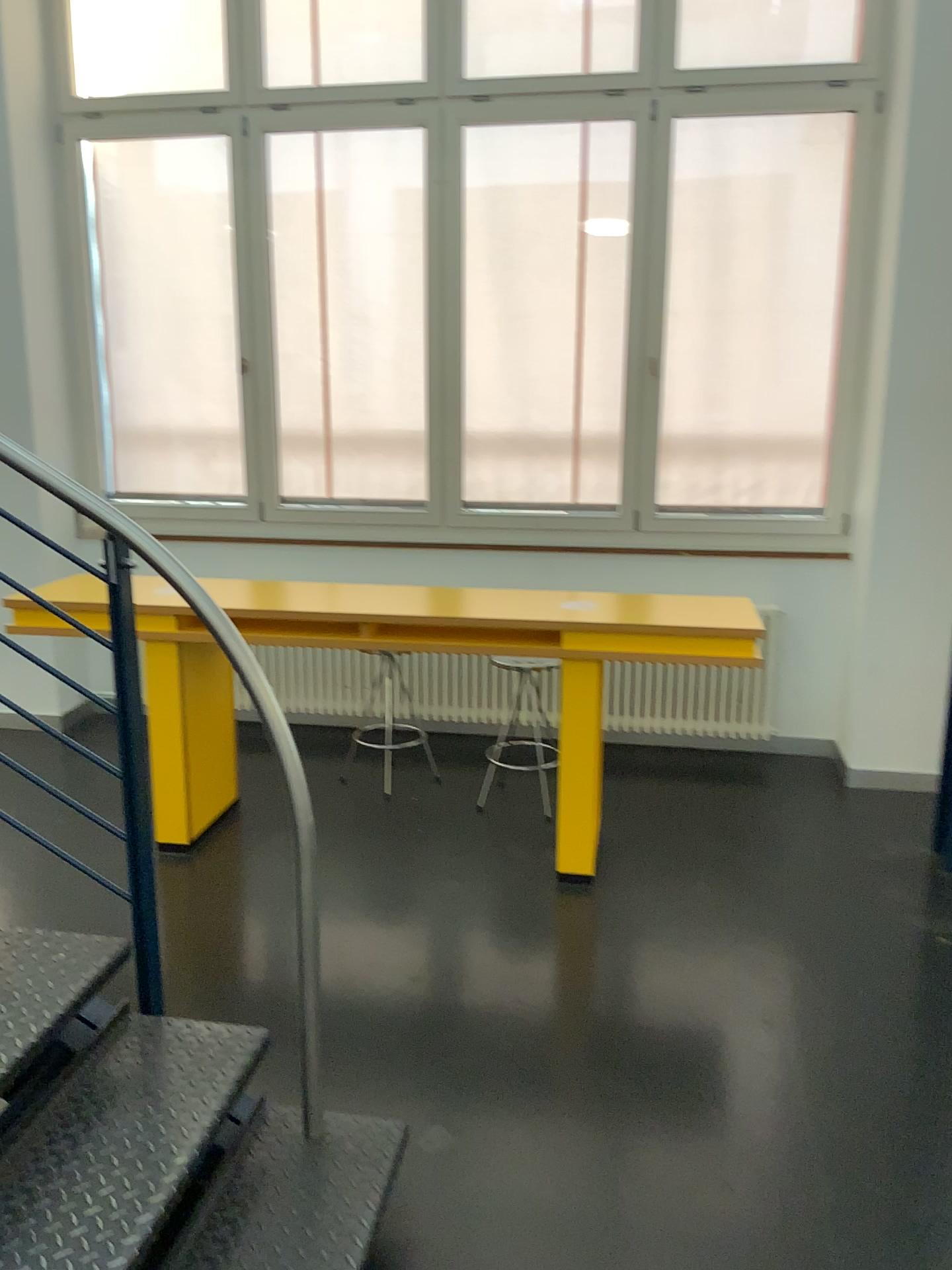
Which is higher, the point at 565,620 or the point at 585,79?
the point at 585,79

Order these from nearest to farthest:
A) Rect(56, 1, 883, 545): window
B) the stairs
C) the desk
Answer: the stairs, the desk, Rect(56, 1, 883, 545): window

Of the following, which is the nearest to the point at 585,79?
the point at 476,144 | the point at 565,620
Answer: the point at 476,144

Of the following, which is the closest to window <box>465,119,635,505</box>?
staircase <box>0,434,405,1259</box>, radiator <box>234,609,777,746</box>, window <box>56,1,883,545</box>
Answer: window <box>56,1,883,545</box>

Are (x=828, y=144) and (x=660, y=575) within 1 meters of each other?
no

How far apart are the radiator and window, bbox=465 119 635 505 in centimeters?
81cm

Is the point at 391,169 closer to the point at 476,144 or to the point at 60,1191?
the point at 476,144

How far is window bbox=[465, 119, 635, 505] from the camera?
4.6m

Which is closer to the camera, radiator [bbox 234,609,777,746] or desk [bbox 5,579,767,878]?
desk [bbox 5,579,767,878]

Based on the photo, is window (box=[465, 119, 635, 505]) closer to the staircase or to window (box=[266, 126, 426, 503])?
window (box=[266, 126, 426, 503])
